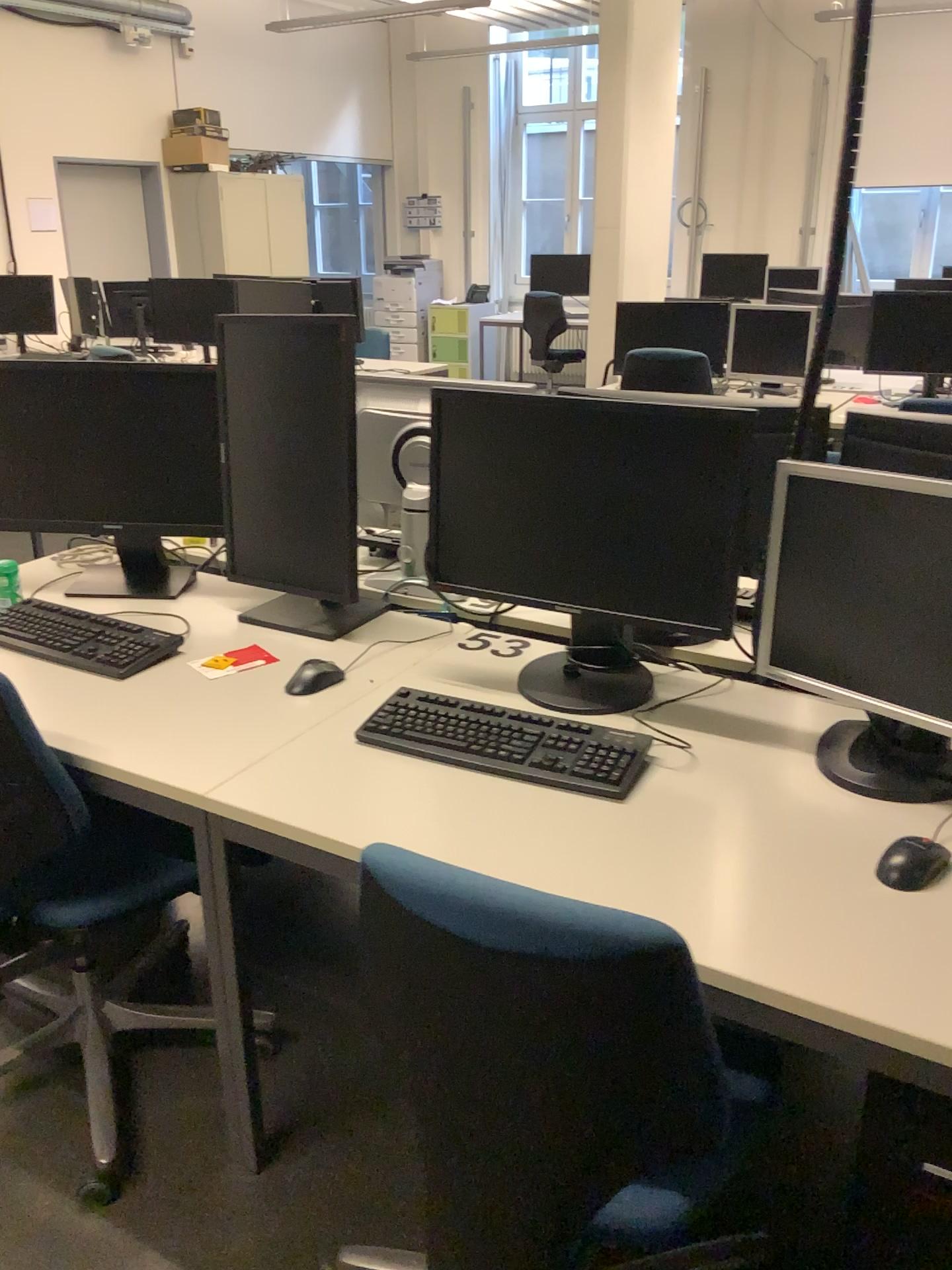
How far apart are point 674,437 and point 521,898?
0.91m

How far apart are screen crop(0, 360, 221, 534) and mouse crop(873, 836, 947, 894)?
1.6 meters

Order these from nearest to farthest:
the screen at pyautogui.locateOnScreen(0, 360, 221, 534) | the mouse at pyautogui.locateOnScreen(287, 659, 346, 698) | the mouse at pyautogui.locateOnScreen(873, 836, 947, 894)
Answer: the mouse at pyautogui.locateOnScreen(873, 836, 947, 894)
the mouse at pyautogui.locateOnScreen(287, 659, 346, 698)
the screen at pyautogui.locateOnScreen(0, 360, 221, 534)

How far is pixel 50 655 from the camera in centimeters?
203cm

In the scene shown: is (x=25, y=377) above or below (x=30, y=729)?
above

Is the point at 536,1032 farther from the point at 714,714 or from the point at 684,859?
the point at 714,714

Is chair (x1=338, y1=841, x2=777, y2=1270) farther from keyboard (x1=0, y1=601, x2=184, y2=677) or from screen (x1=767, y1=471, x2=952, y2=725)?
keyboard (x1=0, y1=601, x2=184, y2=677)

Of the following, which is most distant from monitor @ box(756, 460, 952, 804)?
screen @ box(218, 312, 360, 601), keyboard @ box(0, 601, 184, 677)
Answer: keyboard @ box(0, 601, 184, 677)

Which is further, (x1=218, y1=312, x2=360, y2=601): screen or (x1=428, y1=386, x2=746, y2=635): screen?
(x1=218, y1=312, x2=360, y2=601): screen

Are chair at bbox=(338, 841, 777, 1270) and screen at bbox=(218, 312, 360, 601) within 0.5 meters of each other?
no
